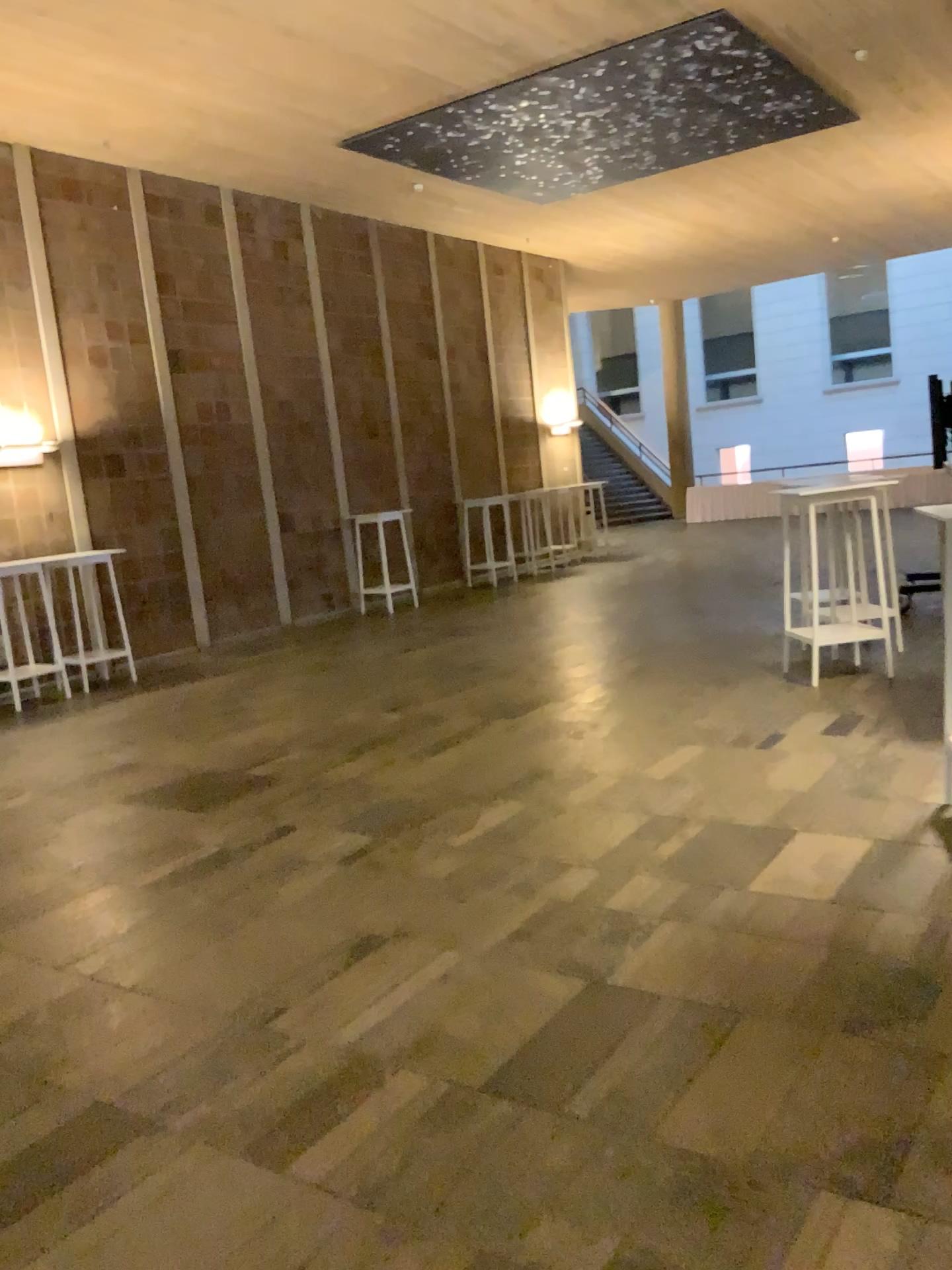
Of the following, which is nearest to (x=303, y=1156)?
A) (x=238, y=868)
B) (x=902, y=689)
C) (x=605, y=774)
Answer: (x=238, y=868)
